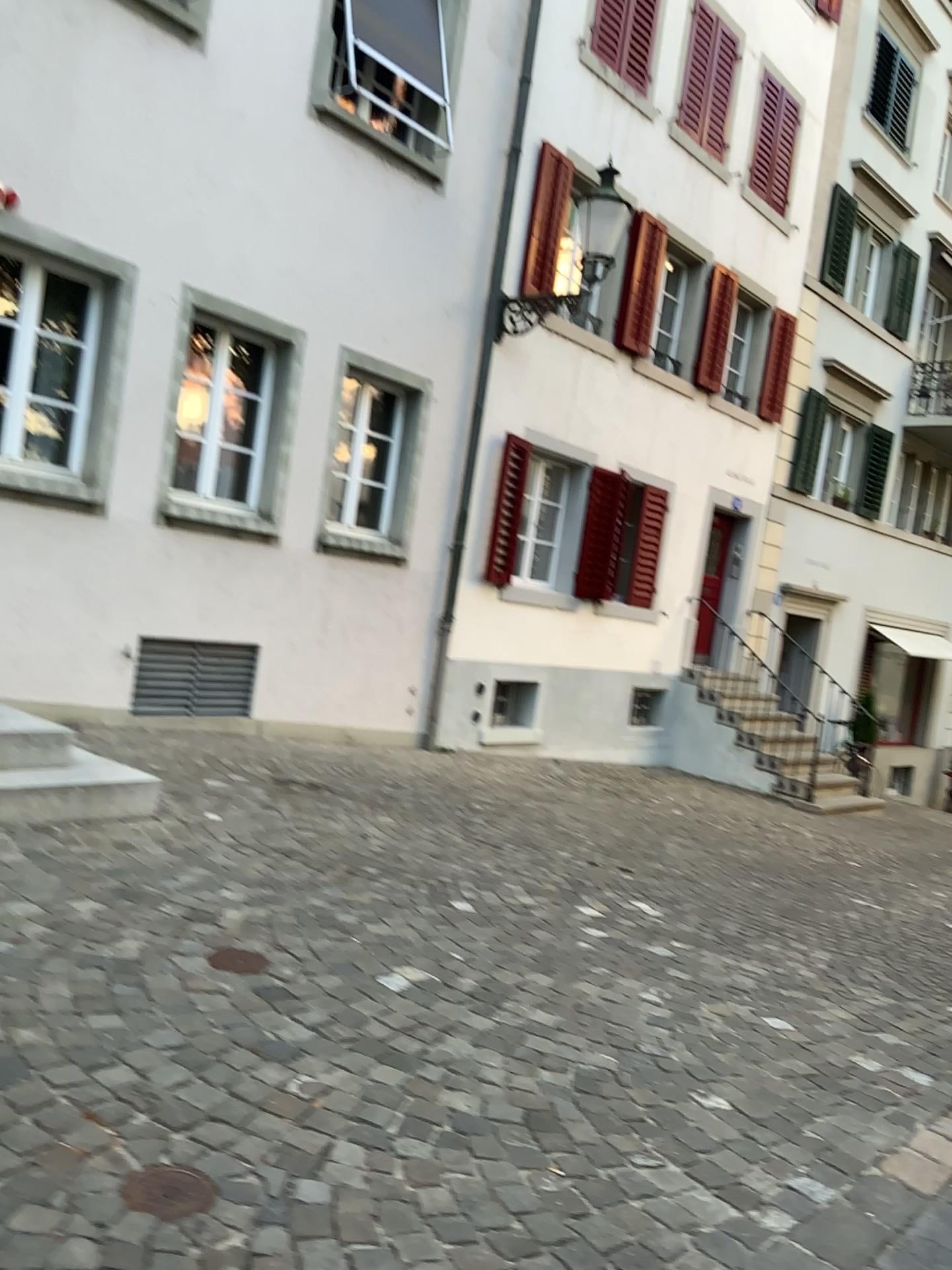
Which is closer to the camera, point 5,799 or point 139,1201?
point 139,1201

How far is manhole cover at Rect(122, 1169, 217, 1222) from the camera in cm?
202

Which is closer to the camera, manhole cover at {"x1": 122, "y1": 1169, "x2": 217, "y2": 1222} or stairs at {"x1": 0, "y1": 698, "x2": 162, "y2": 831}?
manhole cover at {"x1": 122, "y1": 1169, "x2": 217, "y2": 1222}

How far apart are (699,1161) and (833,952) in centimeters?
249cm

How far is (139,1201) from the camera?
2.0 meters
